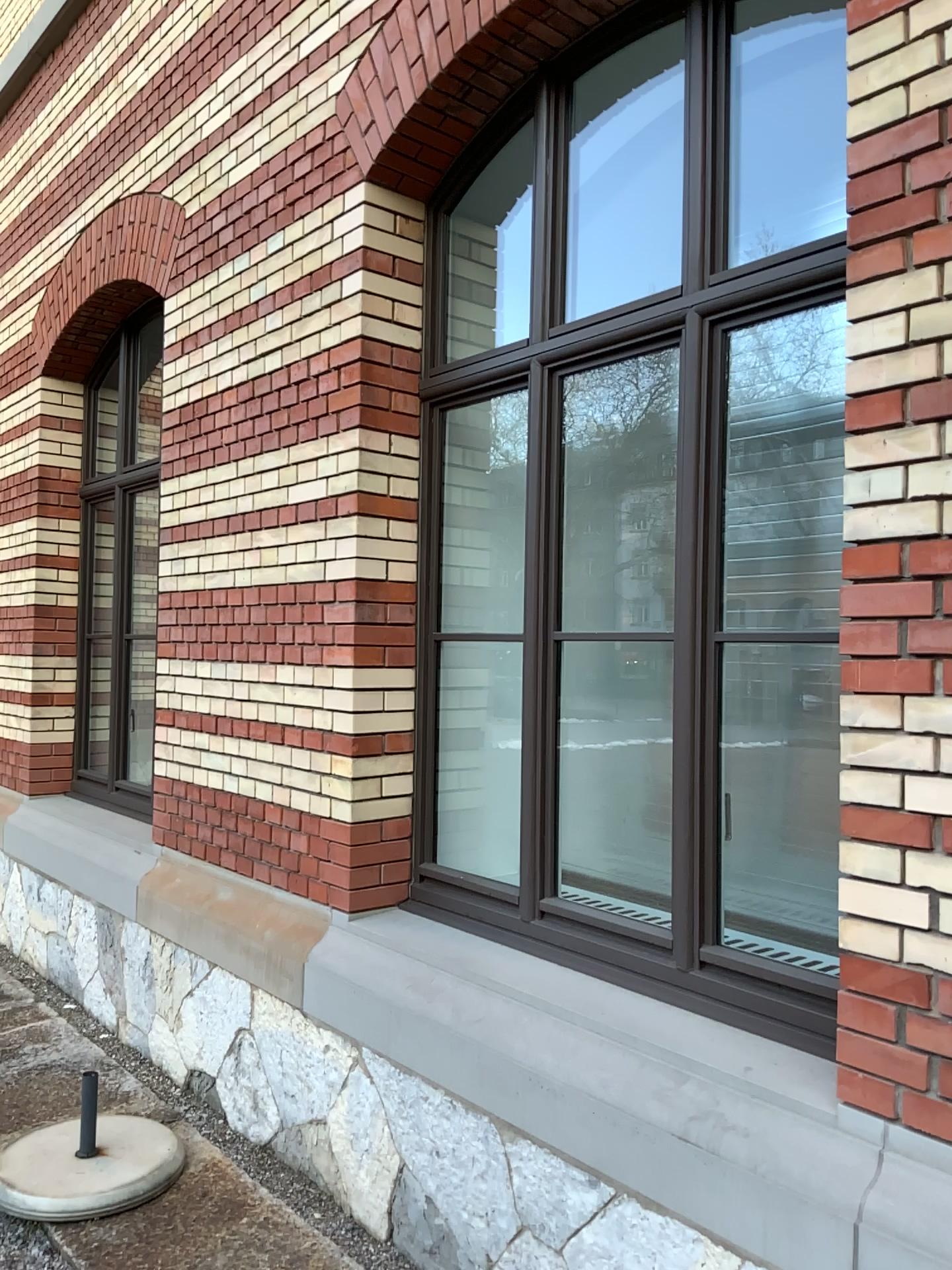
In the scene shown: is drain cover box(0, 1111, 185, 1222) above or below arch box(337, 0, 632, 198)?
below

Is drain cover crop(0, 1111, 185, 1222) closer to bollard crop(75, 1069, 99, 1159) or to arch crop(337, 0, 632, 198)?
bollard crop(75, 1069, 99, 1159)

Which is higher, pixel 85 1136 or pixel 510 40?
pixel 510 40

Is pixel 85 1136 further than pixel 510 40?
Yes

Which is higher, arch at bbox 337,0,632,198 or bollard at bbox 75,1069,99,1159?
arch at bbox 337,0,632,198

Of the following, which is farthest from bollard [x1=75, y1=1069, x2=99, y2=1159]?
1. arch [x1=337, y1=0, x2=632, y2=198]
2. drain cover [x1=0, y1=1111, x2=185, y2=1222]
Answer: arch [x1=337, y1=0, x2=632, y2=198]

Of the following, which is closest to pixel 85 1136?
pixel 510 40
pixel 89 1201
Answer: pixel 89 1201

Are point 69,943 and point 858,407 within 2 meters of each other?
no

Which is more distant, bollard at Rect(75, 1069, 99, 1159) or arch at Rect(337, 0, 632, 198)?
bollard at Rect(75, 1069, 99, 1159)
